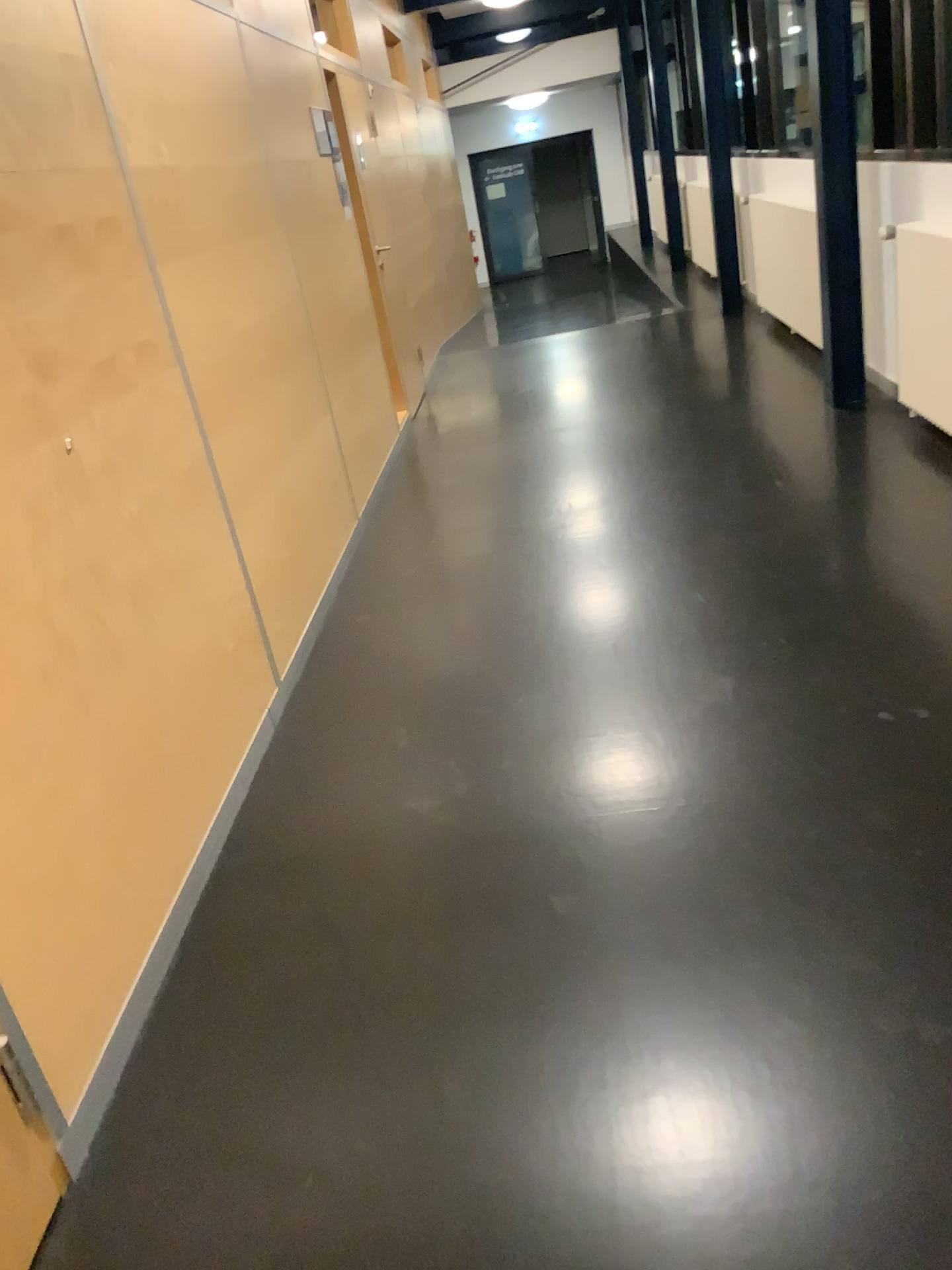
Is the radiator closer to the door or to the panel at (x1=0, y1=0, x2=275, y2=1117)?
the panel at (x1=0, y1=0, x2=275, y2=1117)

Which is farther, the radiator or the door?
the radiator

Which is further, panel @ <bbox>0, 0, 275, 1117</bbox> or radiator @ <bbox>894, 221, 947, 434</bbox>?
radiator @ <bbox>894, 221, 947, 434</bbox>

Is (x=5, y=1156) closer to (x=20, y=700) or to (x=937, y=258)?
(x=20, y=700)

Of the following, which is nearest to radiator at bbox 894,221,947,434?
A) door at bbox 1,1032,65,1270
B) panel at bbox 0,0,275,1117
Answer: panel at bbox 0,0,275,1117

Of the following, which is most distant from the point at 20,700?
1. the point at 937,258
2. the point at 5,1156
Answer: the point at 937,258

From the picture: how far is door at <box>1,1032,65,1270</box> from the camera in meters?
1.6 m

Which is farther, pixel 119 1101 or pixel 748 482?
pixel 748 482

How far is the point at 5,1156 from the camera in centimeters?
160cm
